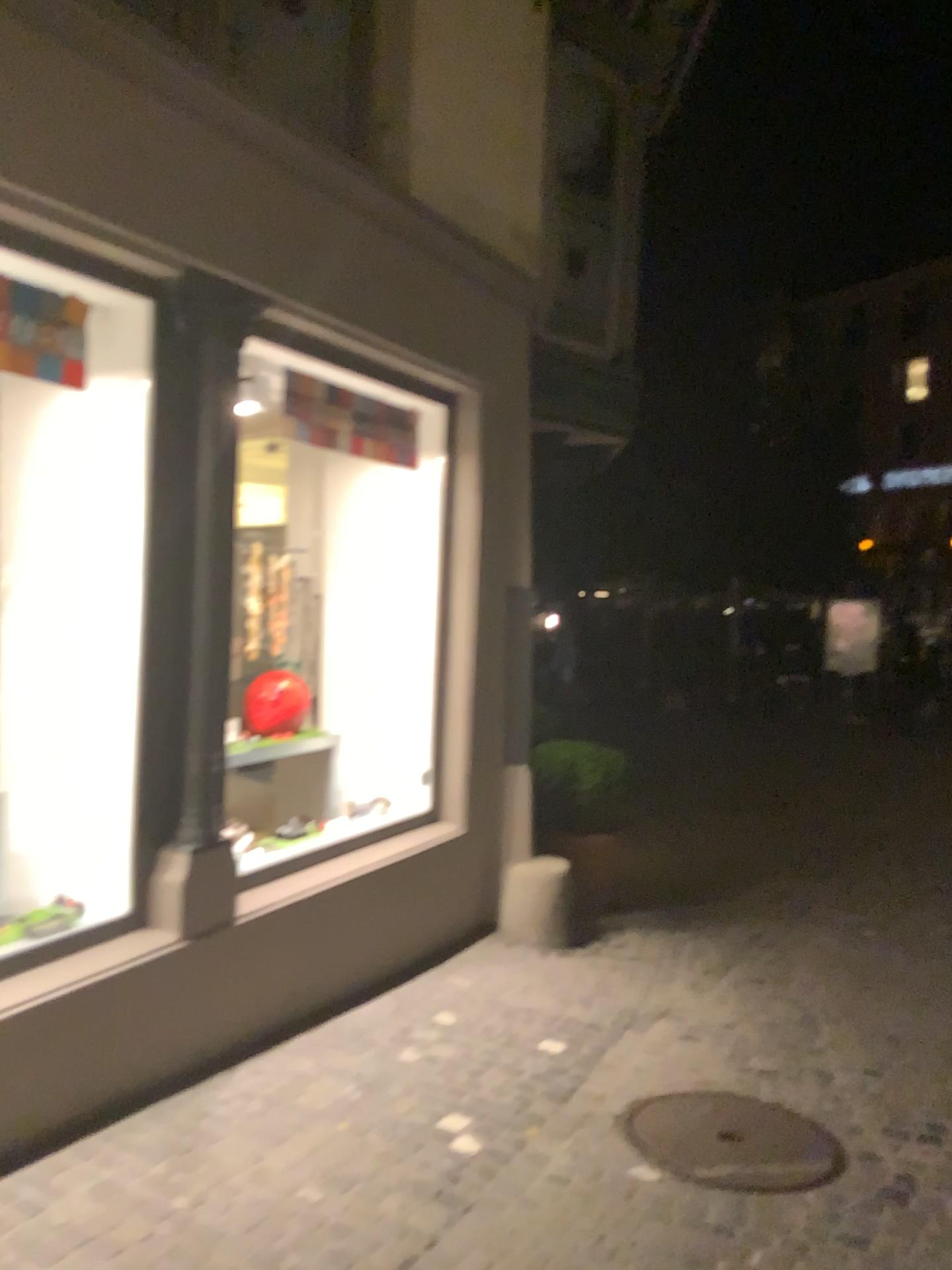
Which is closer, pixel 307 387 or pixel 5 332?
pixel 5 332

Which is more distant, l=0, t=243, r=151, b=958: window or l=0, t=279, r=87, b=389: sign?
l=0, t=243, r=151, b=958: window

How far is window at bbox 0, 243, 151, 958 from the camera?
3.6m

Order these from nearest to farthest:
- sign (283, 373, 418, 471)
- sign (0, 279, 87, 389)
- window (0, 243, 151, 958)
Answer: sign (0, 279, 87, 389), window (0, 243, 151, 958), sign (283, 373, 418, 471)

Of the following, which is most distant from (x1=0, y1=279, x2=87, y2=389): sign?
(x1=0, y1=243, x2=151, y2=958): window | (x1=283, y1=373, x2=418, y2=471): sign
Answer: (x1=283, y1=373, x2=418, y2=471): sign

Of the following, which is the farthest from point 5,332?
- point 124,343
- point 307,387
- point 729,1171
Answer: point 729,1171

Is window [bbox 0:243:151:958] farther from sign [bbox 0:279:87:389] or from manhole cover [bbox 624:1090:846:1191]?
manhole cover [bbox 624:1090:846:1191]

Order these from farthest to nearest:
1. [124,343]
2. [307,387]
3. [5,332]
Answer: [307,387] < [124,343] < [5,332]

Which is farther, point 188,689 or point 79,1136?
Answer: point 188,689

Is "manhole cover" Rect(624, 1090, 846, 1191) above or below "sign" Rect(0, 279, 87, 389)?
below
